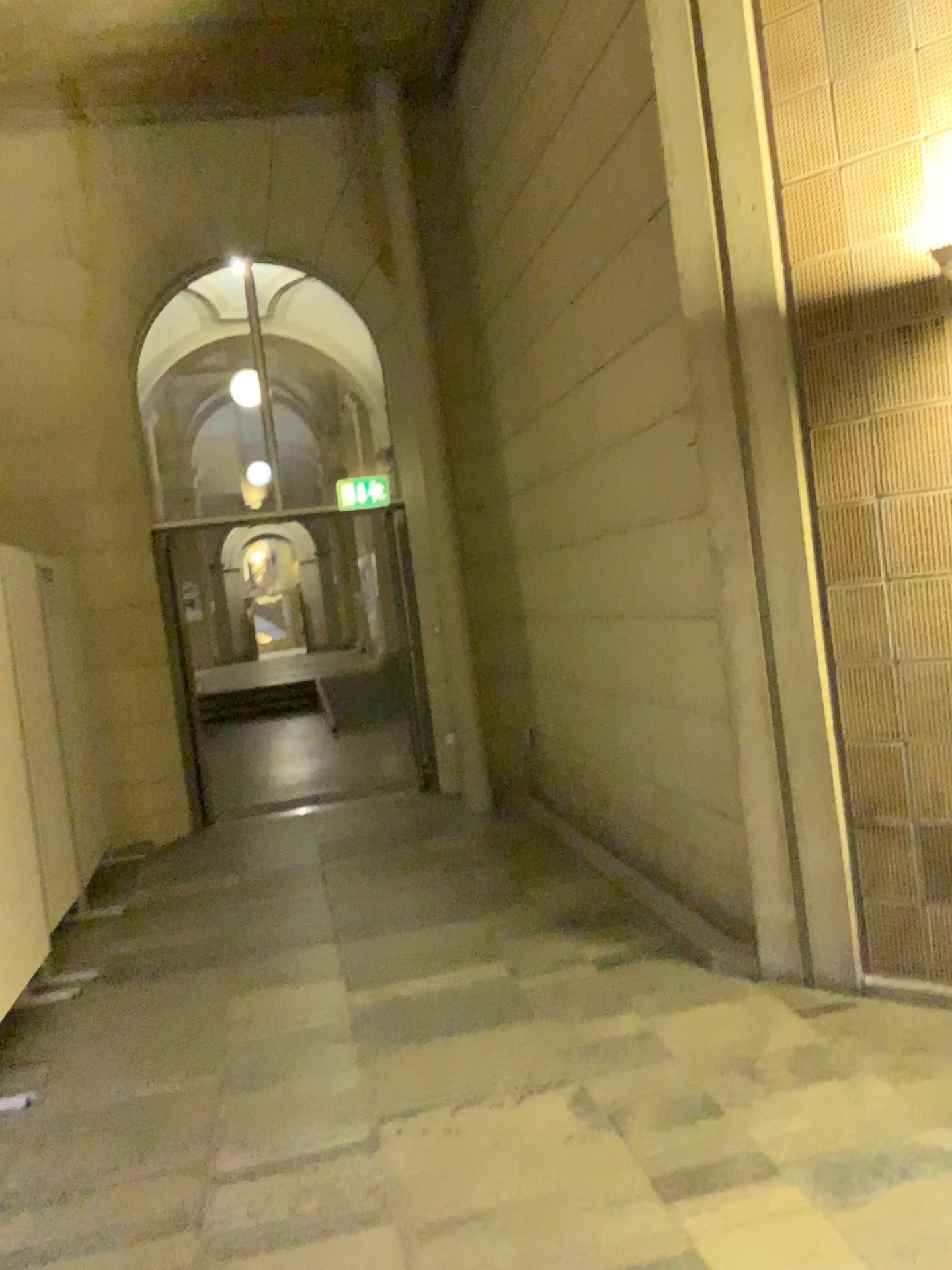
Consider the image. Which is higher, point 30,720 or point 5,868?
point 30,720

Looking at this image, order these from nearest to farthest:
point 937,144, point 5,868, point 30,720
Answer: point 937,144, point 5,868, point 30,720

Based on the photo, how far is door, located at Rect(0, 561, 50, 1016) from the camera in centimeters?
398cm

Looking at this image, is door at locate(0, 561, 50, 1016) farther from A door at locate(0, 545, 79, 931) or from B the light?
B the light

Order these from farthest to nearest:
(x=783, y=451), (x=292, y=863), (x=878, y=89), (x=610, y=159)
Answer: (x=292, y=863) → (x=610, y=159) → (x=783, y=451) → (x=878, y=89)

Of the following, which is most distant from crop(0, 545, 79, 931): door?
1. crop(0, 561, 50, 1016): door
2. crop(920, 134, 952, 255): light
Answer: crop(920, 134, 952, 255): light

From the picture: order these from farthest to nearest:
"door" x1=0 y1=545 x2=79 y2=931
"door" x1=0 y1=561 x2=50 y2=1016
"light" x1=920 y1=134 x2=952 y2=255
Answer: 1. "door" x1=0 y1=545 x2=79 y2=931
2. "door" x1=0 y1=561 x2=50 y2=1016
3. "light" x1=920 y1=134 x2=952 y2=255

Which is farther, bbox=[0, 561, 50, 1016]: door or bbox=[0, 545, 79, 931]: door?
bbox=[0, 545, 79, 931]: door

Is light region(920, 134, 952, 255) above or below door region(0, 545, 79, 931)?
above

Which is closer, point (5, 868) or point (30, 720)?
point (5, 868)
